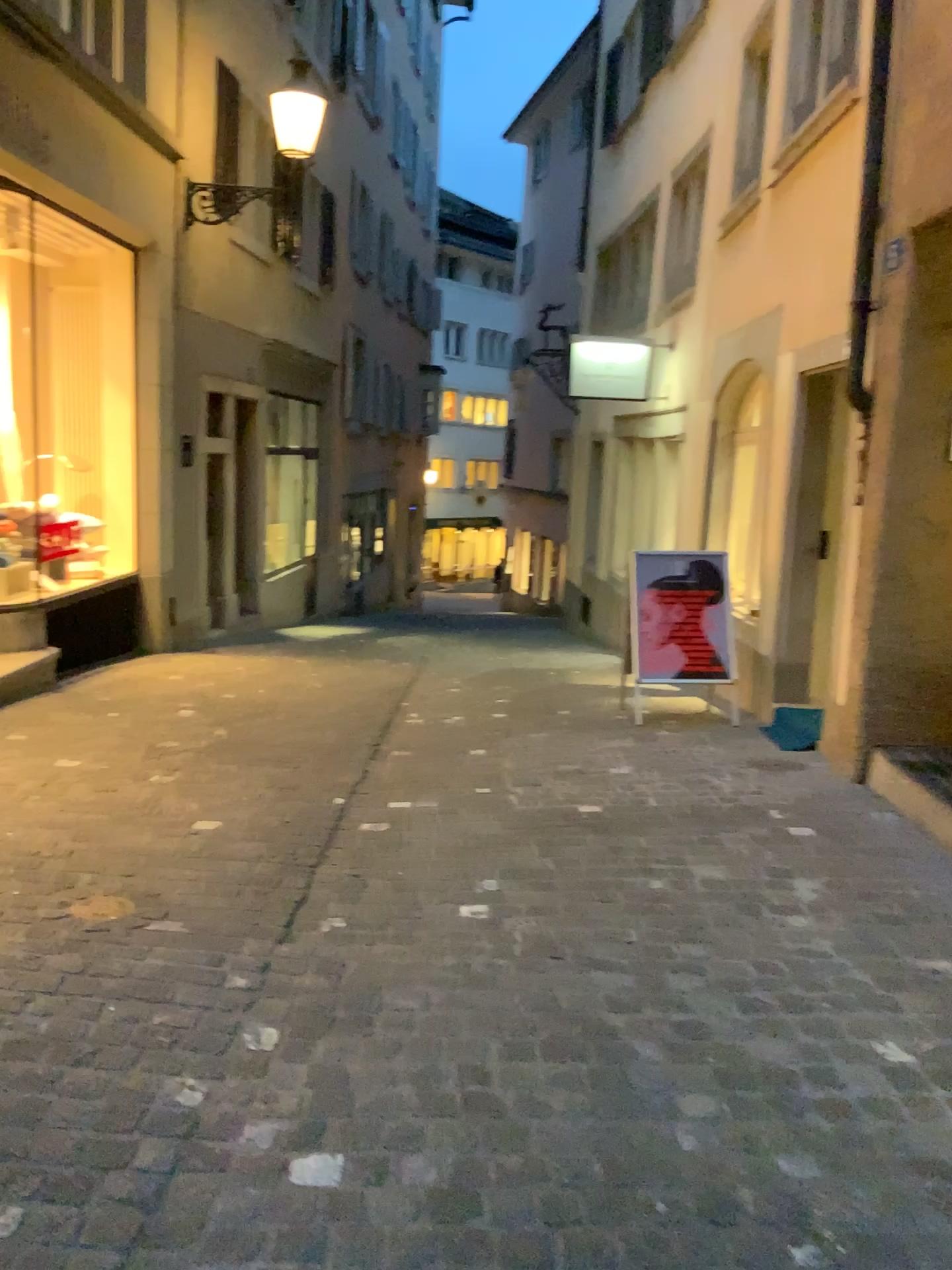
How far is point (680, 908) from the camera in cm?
348
